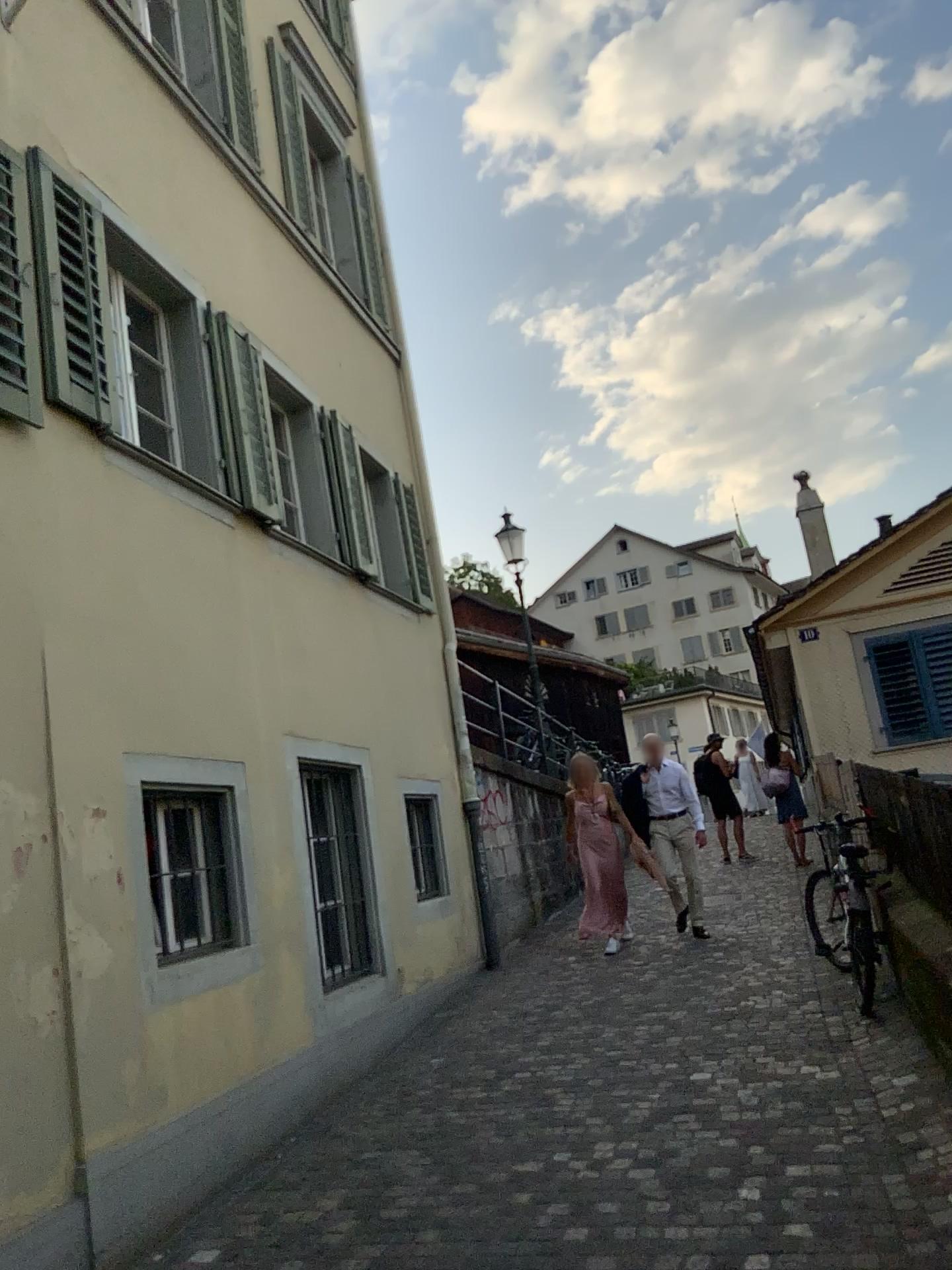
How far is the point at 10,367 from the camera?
4.1 meters

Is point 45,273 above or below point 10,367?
above

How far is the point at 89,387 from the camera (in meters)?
4.72

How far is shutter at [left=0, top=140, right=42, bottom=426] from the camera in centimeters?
411cm
